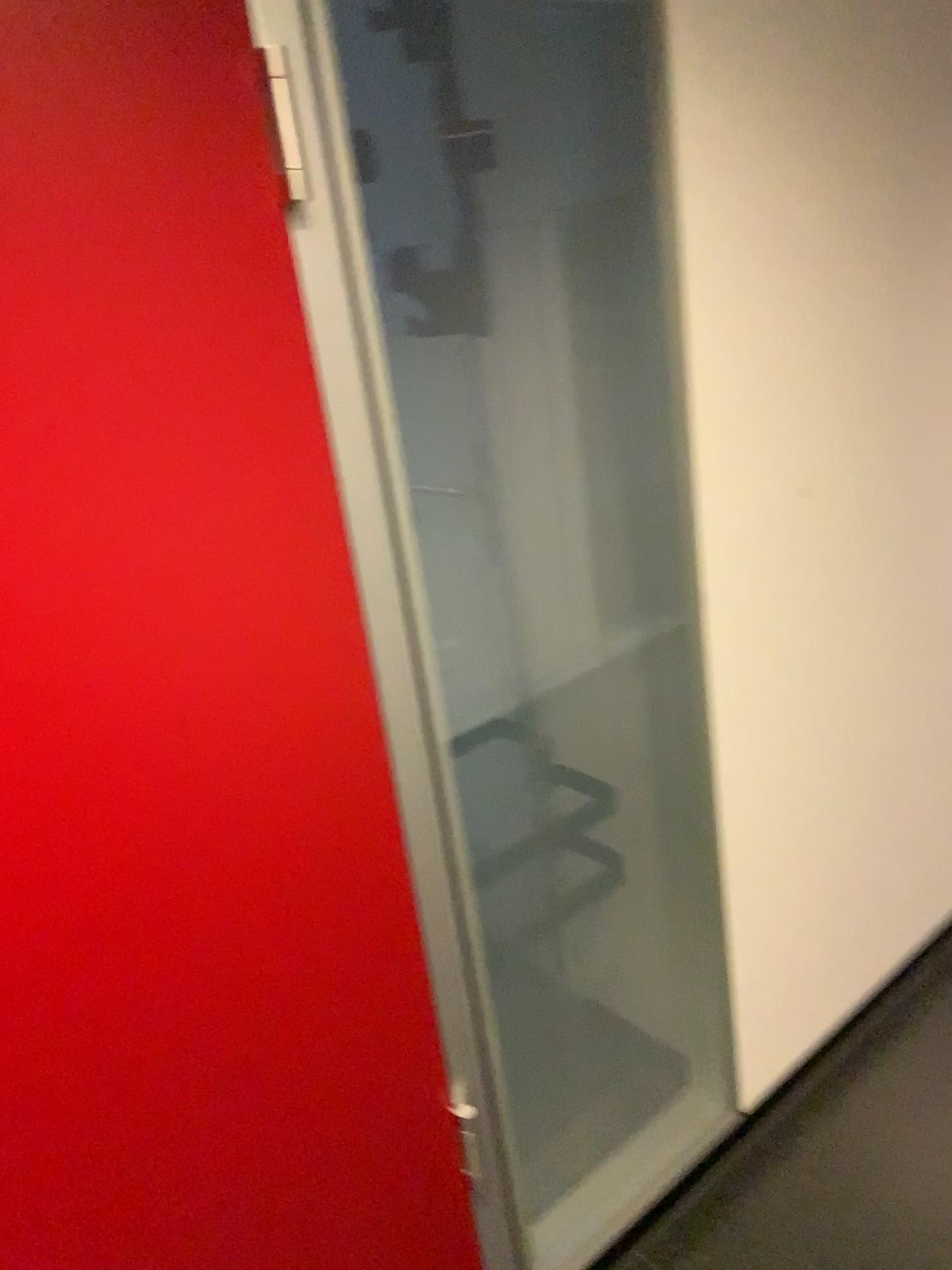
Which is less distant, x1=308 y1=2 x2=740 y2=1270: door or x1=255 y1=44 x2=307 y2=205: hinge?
x1=255 y1=44 x2=307 y2=205: hinge

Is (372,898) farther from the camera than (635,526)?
No

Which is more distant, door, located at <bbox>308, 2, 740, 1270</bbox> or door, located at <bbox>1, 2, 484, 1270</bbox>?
door, located at <bbox>308, 2, 740, 1270</bbox>

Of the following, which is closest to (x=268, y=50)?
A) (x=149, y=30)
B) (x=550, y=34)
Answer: (x=149, y=30)

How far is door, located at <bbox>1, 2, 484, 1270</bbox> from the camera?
0.8 meters

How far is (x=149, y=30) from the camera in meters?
0.8 m

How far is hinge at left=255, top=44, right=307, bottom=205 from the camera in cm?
91

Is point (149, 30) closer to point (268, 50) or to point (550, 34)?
point (268, 50)
